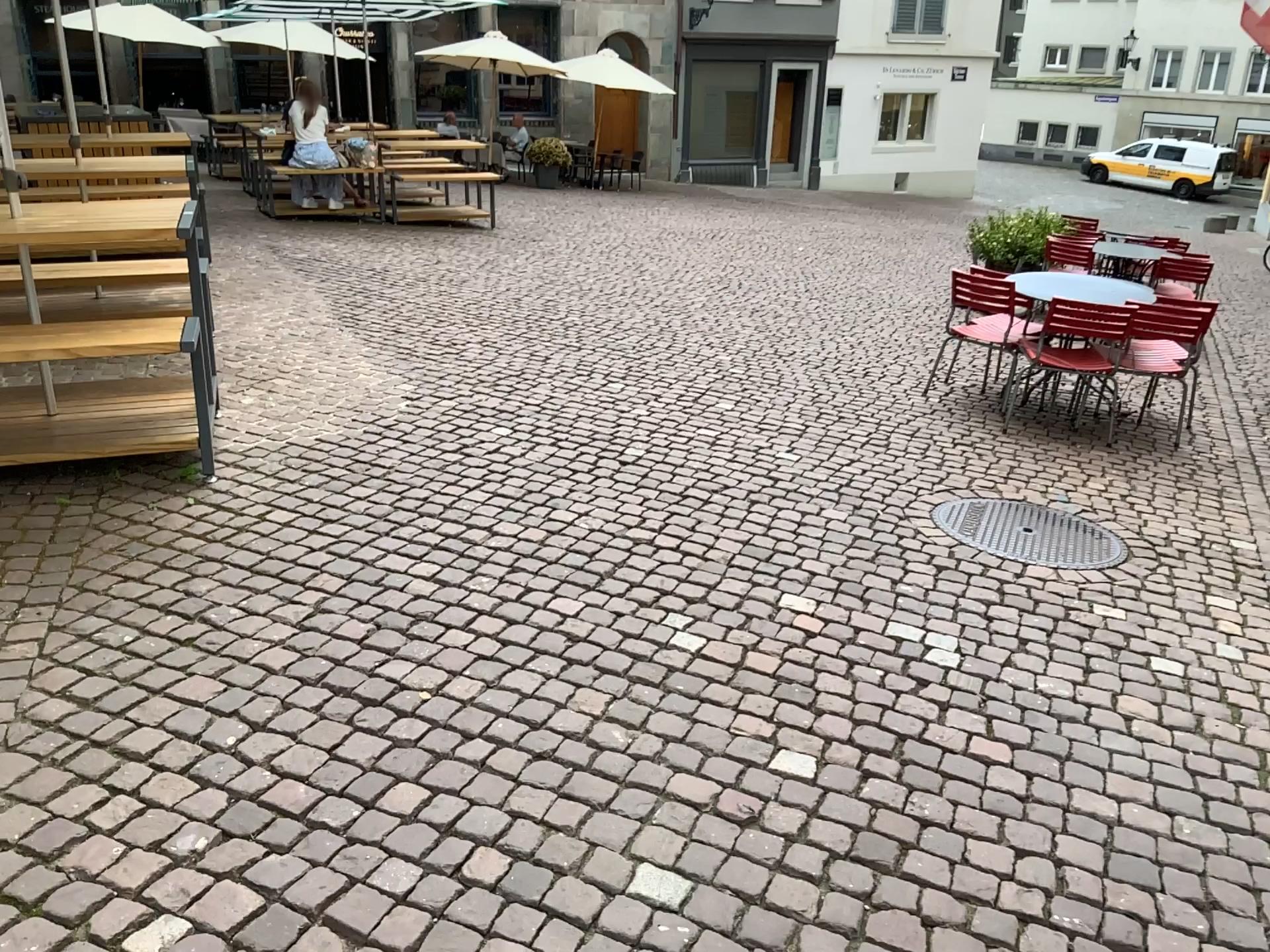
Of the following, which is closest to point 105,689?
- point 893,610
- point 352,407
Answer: point 893,610
